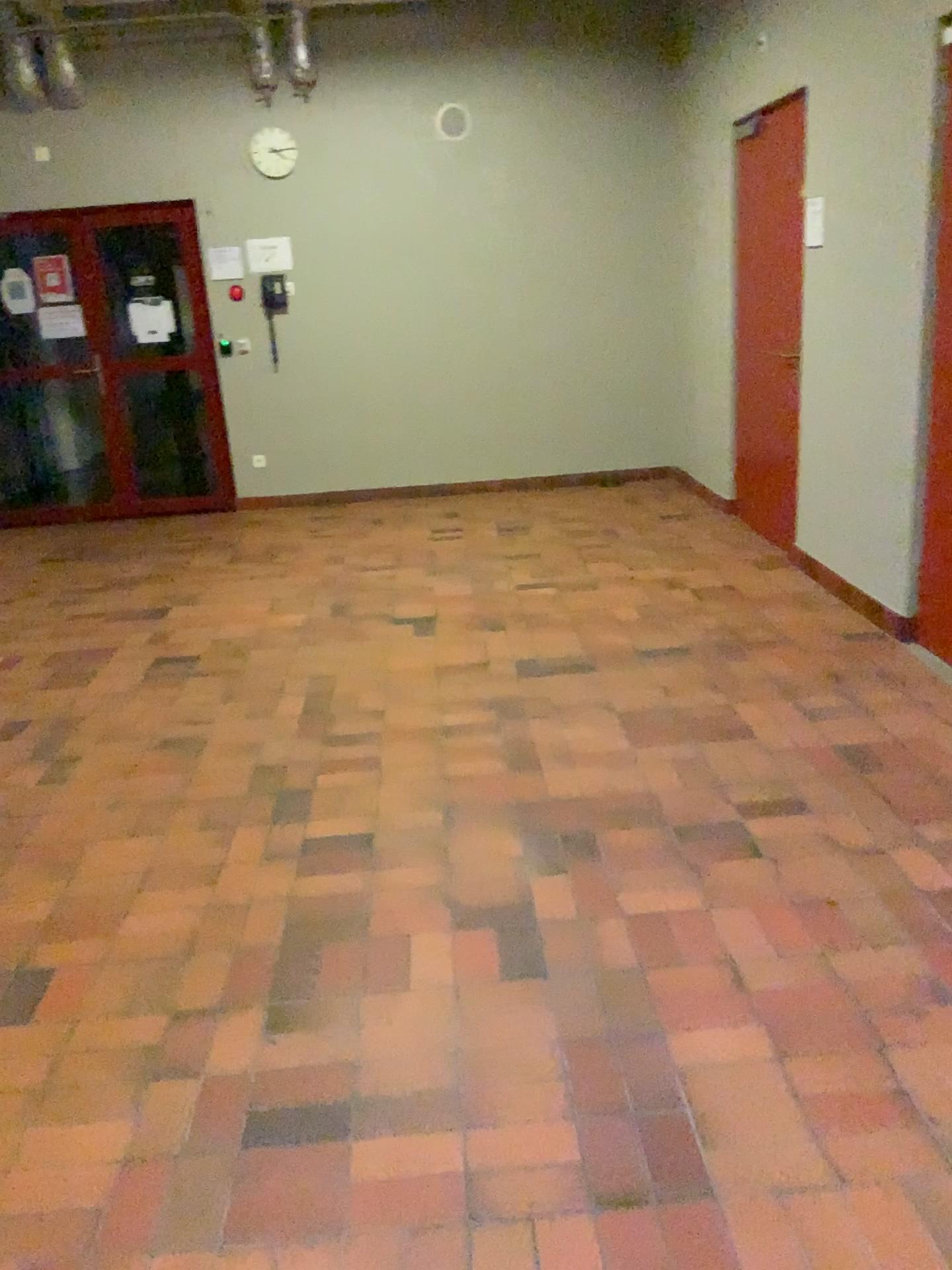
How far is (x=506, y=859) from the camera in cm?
279
